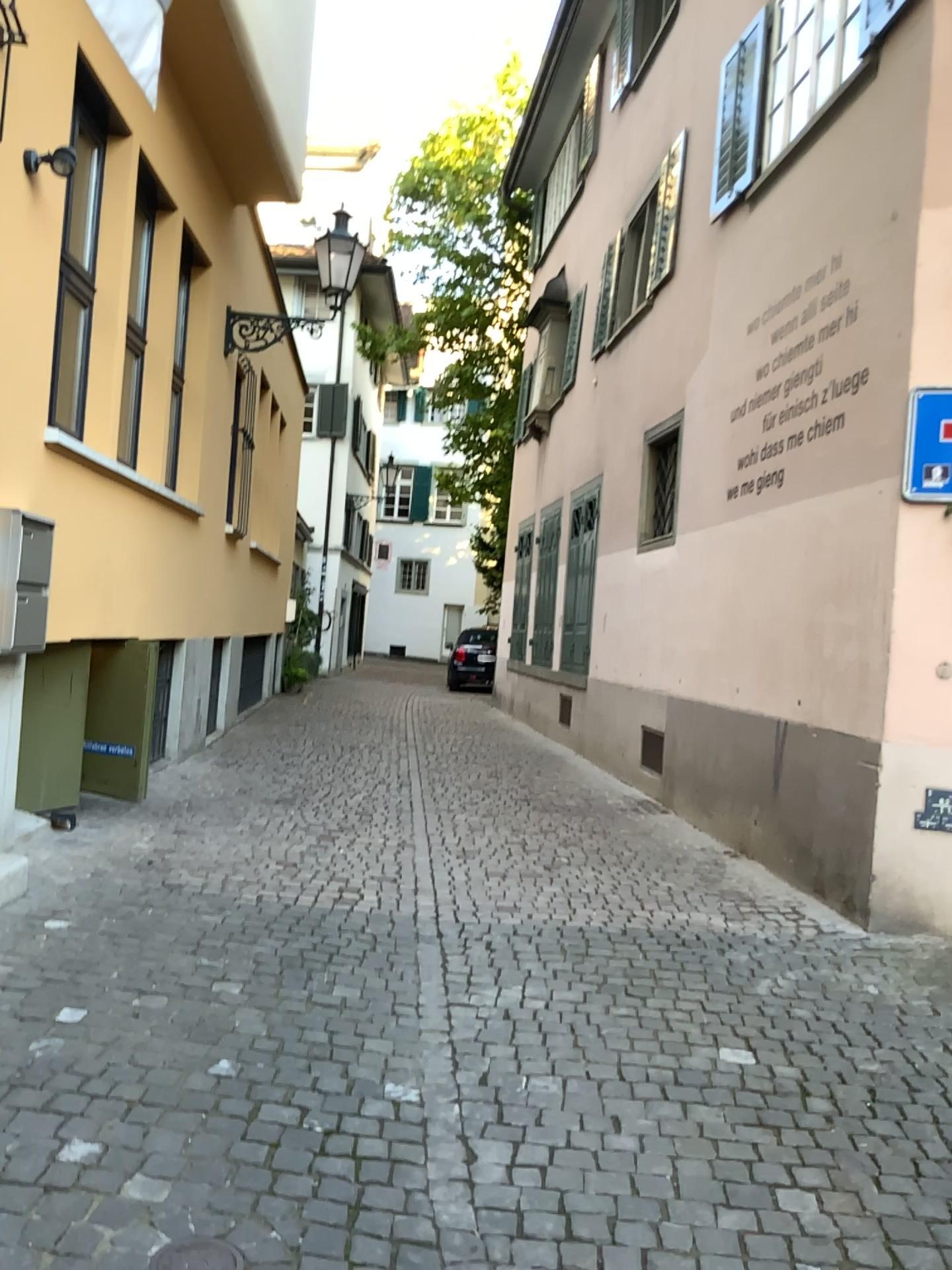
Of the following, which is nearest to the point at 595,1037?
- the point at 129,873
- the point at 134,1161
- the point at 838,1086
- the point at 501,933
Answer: the point at 838,1086
